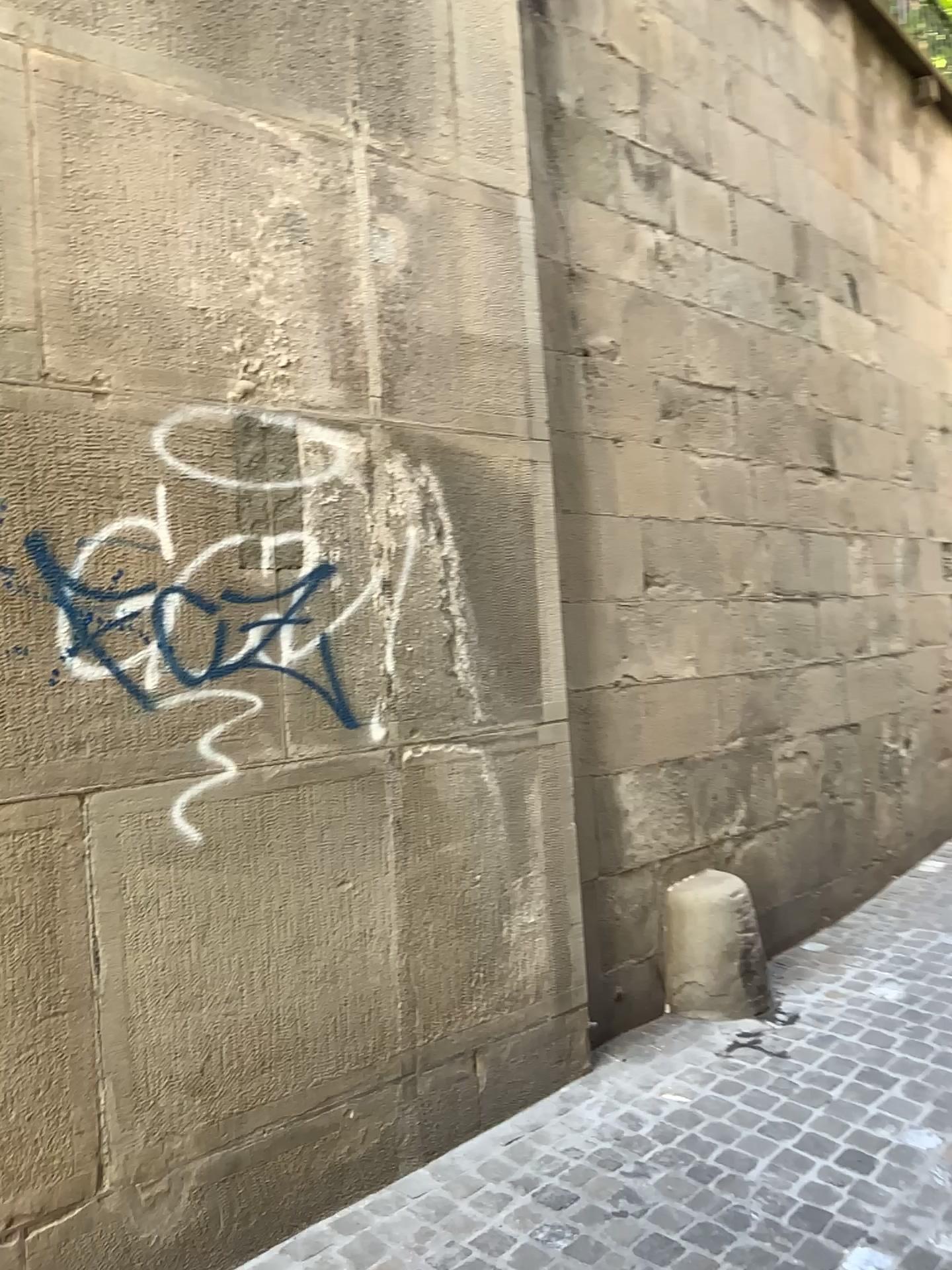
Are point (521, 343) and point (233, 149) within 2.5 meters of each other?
yes

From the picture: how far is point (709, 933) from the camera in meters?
3.7 m

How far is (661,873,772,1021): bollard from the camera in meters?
3.7 m
